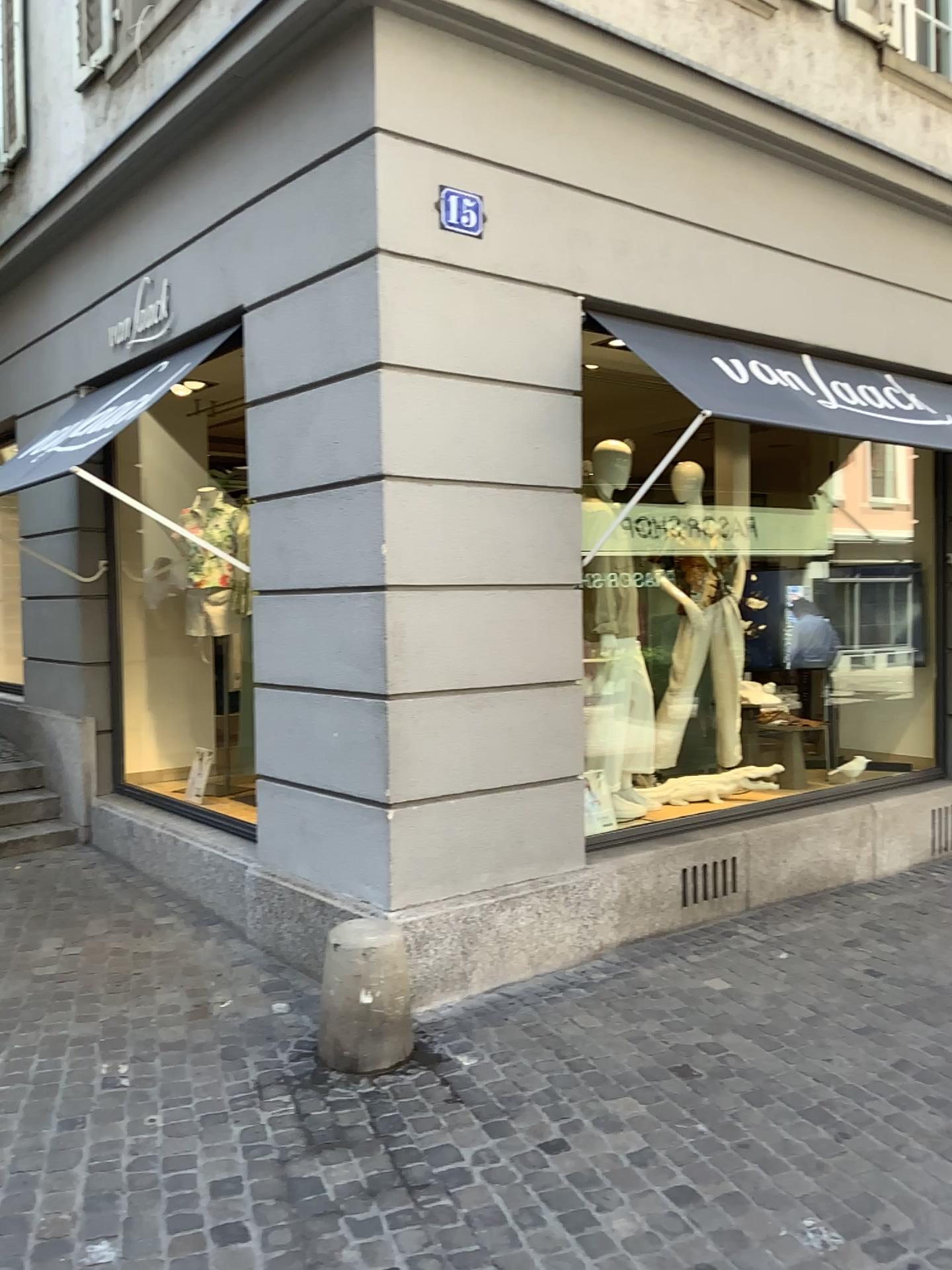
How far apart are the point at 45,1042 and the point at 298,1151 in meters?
1.2 m

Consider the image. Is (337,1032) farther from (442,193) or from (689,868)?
(442,193)

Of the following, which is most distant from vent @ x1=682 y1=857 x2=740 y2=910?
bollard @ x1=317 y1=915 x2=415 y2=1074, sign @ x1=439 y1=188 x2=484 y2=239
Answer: sign @ x1=439 y1=188 x2=484 y2=239

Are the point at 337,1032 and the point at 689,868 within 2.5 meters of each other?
yes

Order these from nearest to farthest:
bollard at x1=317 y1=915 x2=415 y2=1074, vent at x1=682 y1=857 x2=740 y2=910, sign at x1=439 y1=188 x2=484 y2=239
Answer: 1. bollard at x1=317 y1=915 x2=415 y2=1074
2. sign at x1=439 y1=188 x2=484 y2=239
3. vent at x1=682 y1=857 x2=740 y2=910

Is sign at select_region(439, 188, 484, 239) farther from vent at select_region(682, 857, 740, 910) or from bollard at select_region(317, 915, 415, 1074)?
vent at select_region(682, 857, 740, 910)

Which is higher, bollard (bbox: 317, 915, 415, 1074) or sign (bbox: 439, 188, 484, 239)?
sign (bbox: 439, 188, 484, 239)

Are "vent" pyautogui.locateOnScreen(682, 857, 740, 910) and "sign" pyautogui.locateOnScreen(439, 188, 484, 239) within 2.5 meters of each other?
no

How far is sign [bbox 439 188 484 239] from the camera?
4.01m

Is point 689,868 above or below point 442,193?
below
